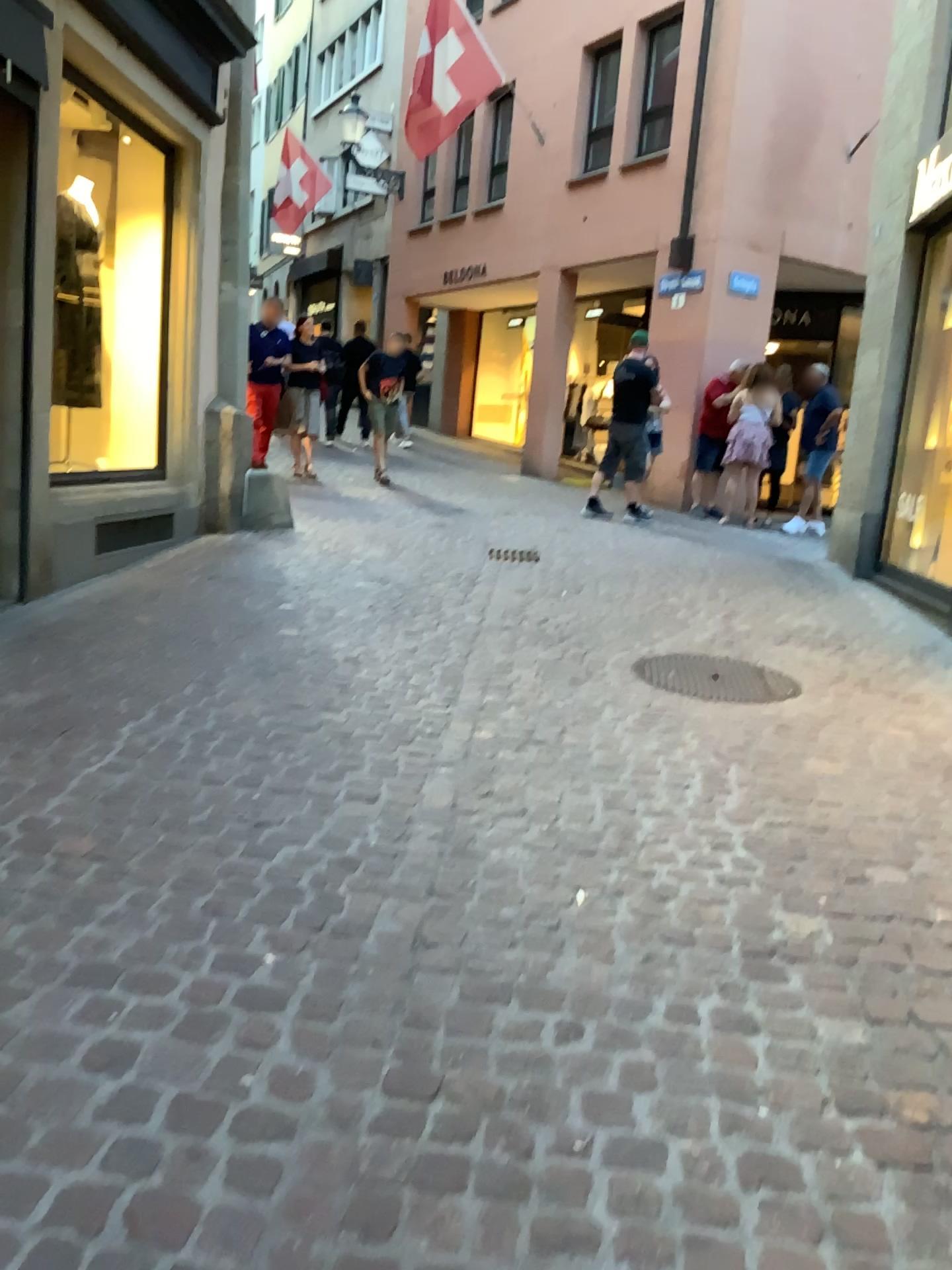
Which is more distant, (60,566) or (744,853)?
(60,566)
